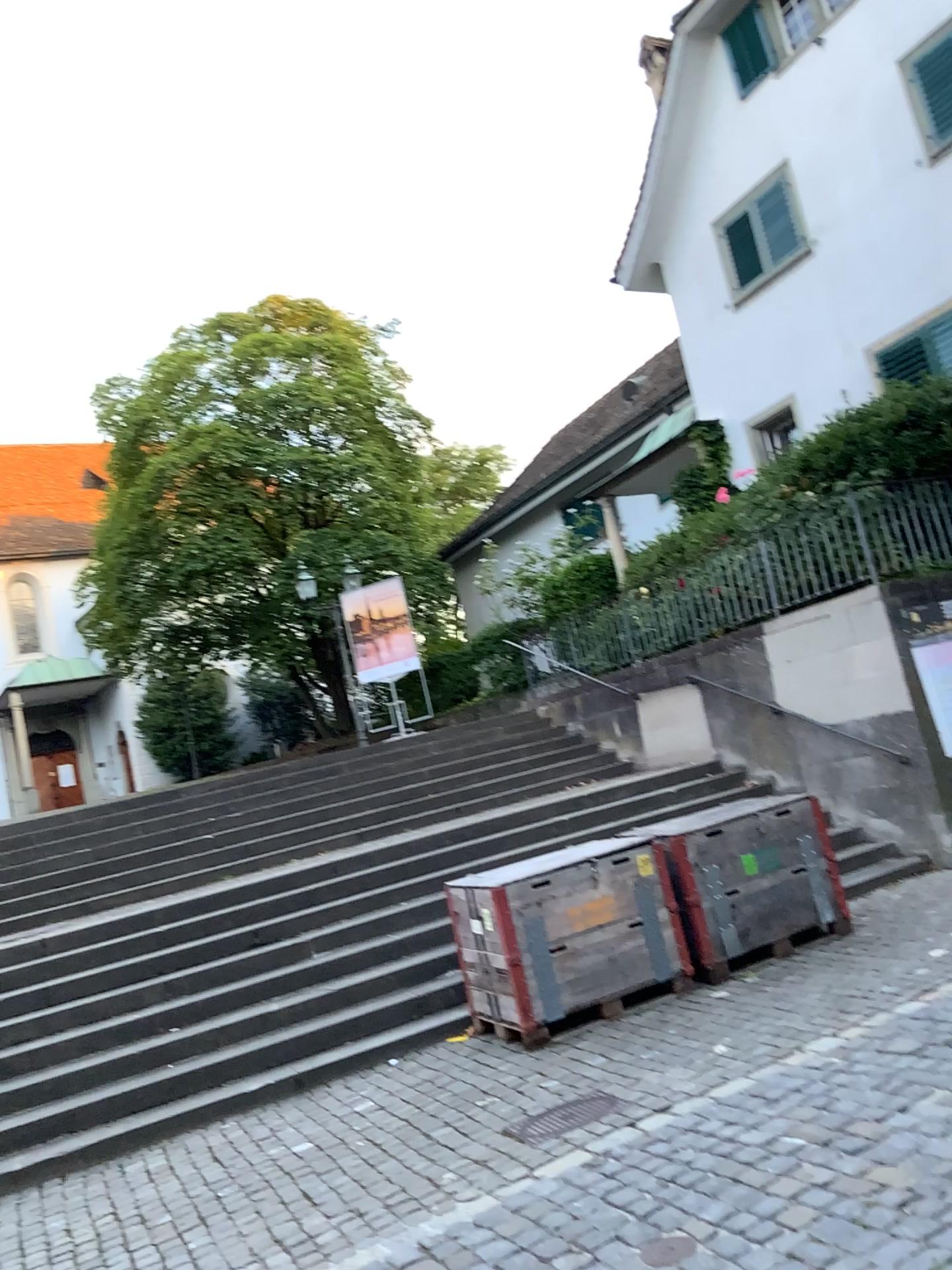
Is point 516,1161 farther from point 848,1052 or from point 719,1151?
point 848,1052
